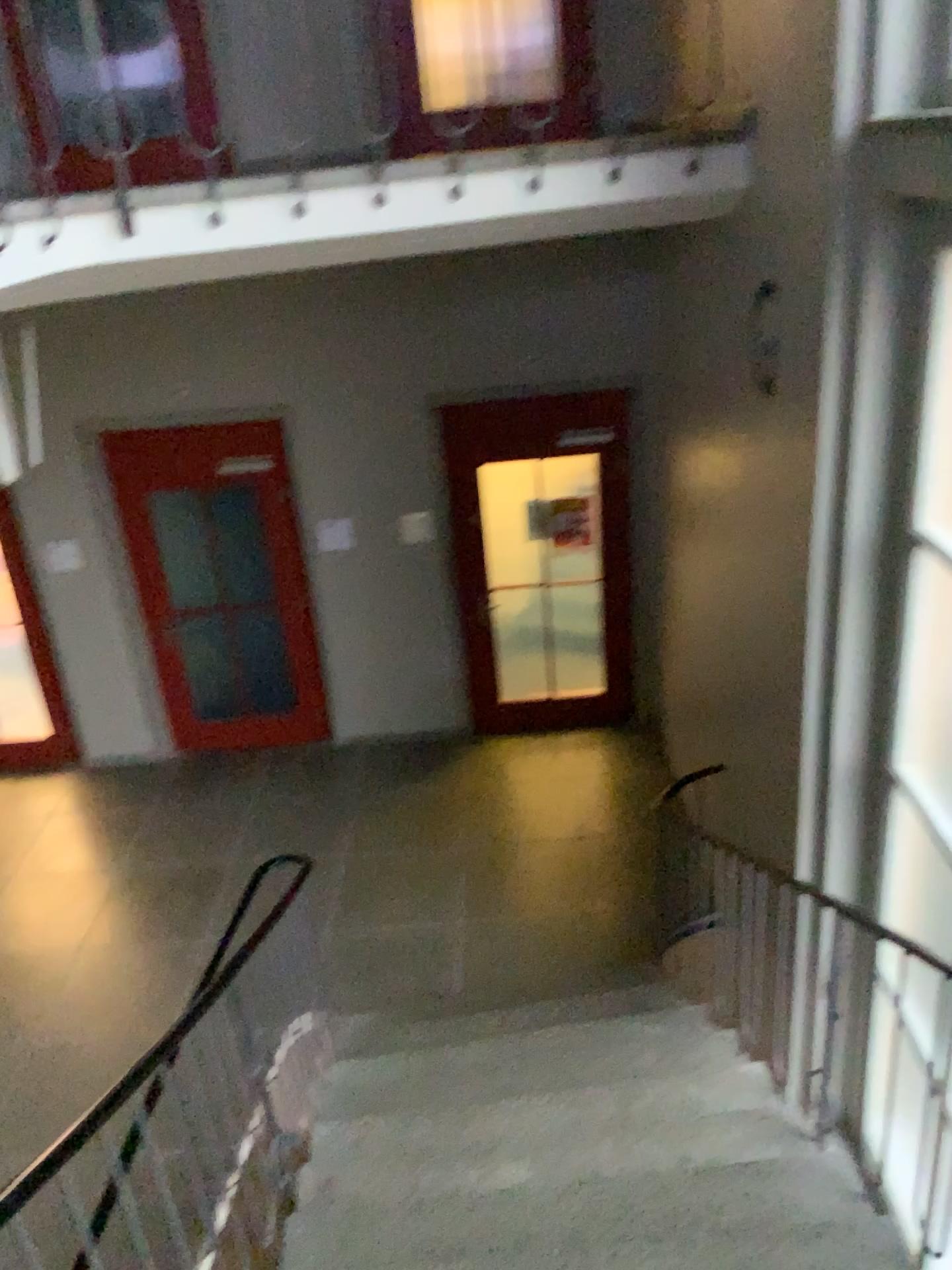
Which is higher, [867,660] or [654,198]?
[654,198]
